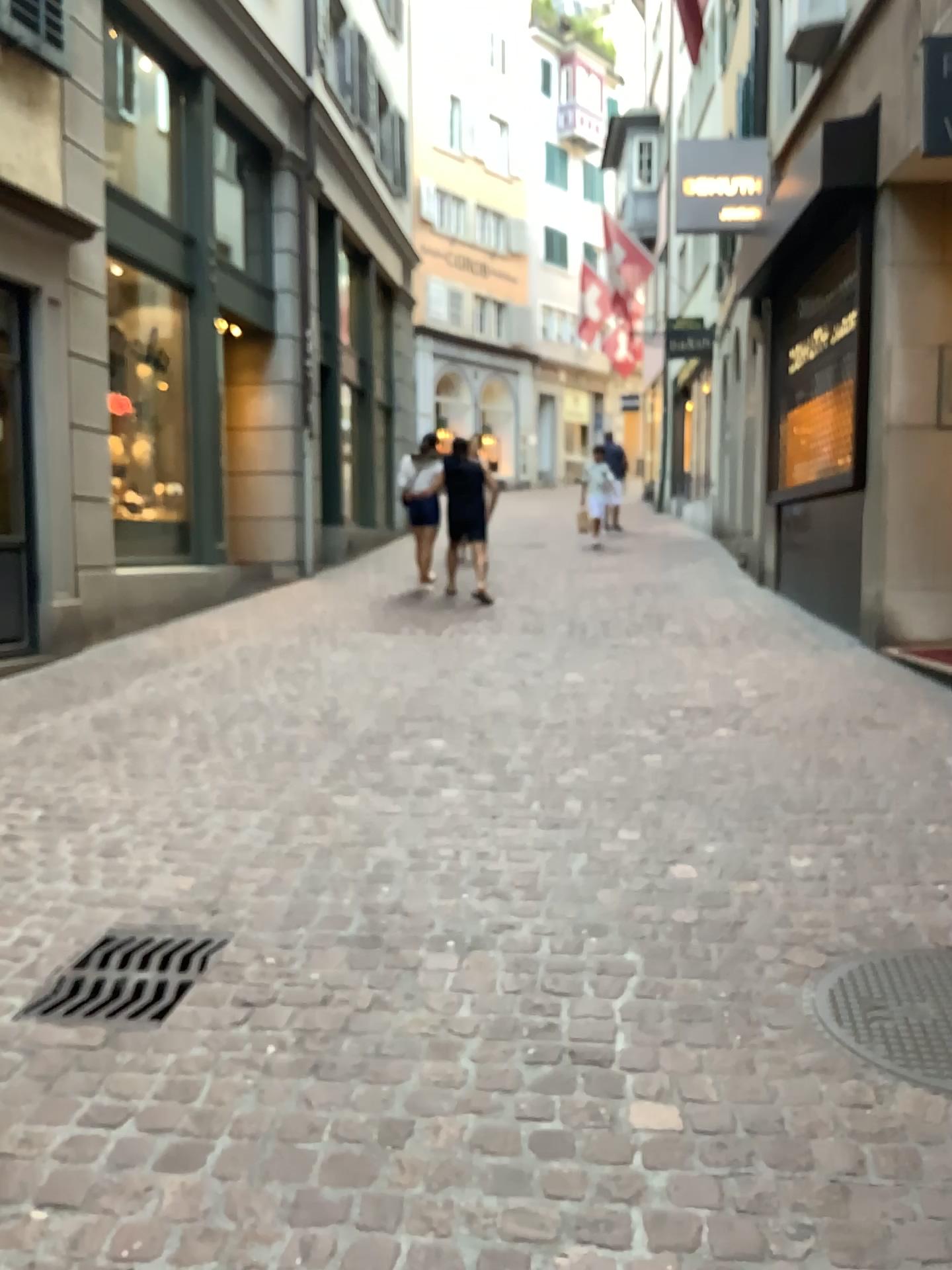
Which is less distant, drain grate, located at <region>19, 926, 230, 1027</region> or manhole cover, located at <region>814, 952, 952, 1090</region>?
manhole cover, located at <region>814, 952, 952, 1090</region>

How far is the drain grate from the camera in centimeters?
257cm

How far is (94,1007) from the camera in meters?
2.6

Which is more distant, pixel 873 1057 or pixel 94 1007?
pixel 94 1007

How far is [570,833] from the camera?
3.6m
